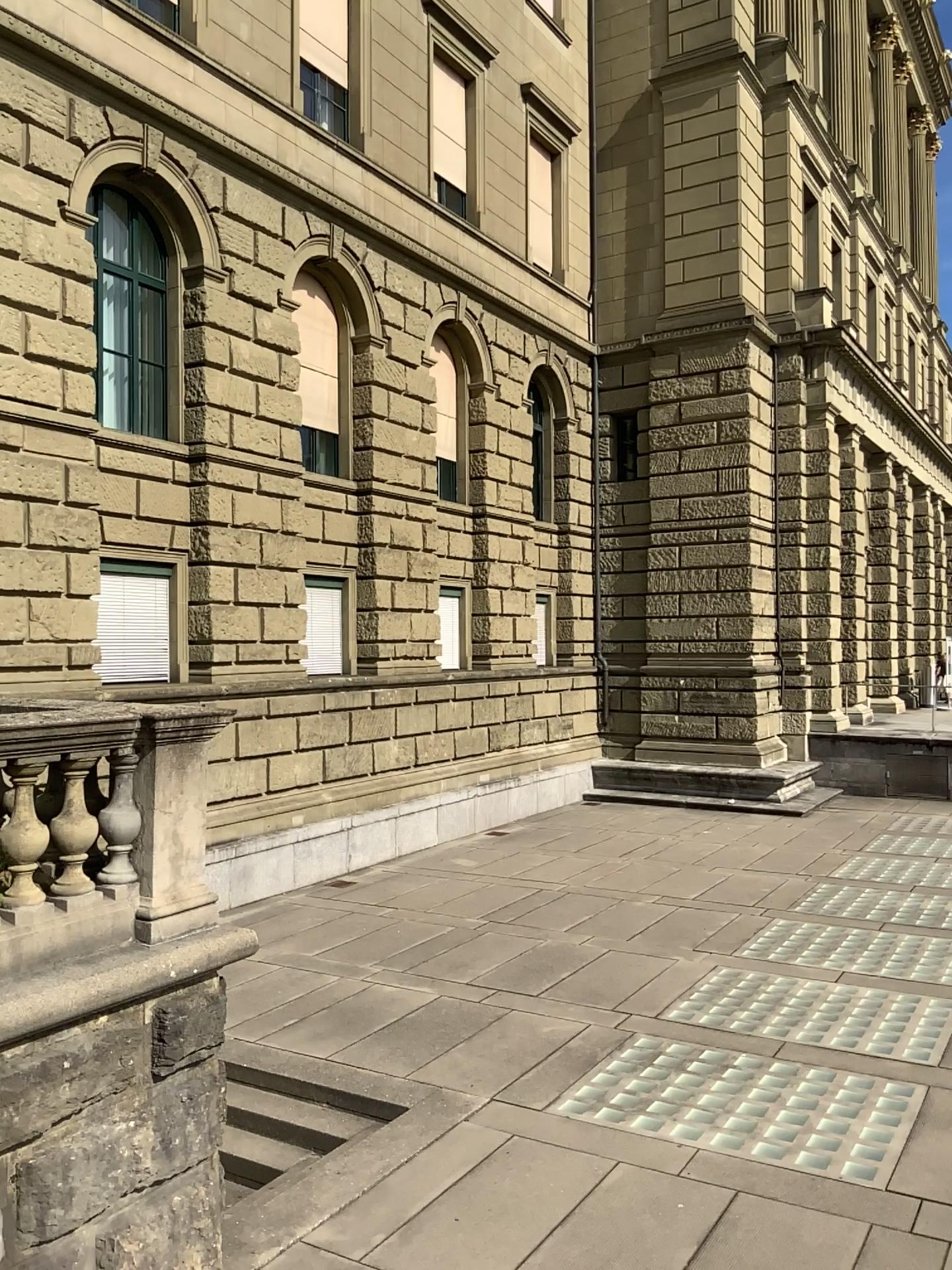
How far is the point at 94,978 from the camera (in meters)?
4.55
